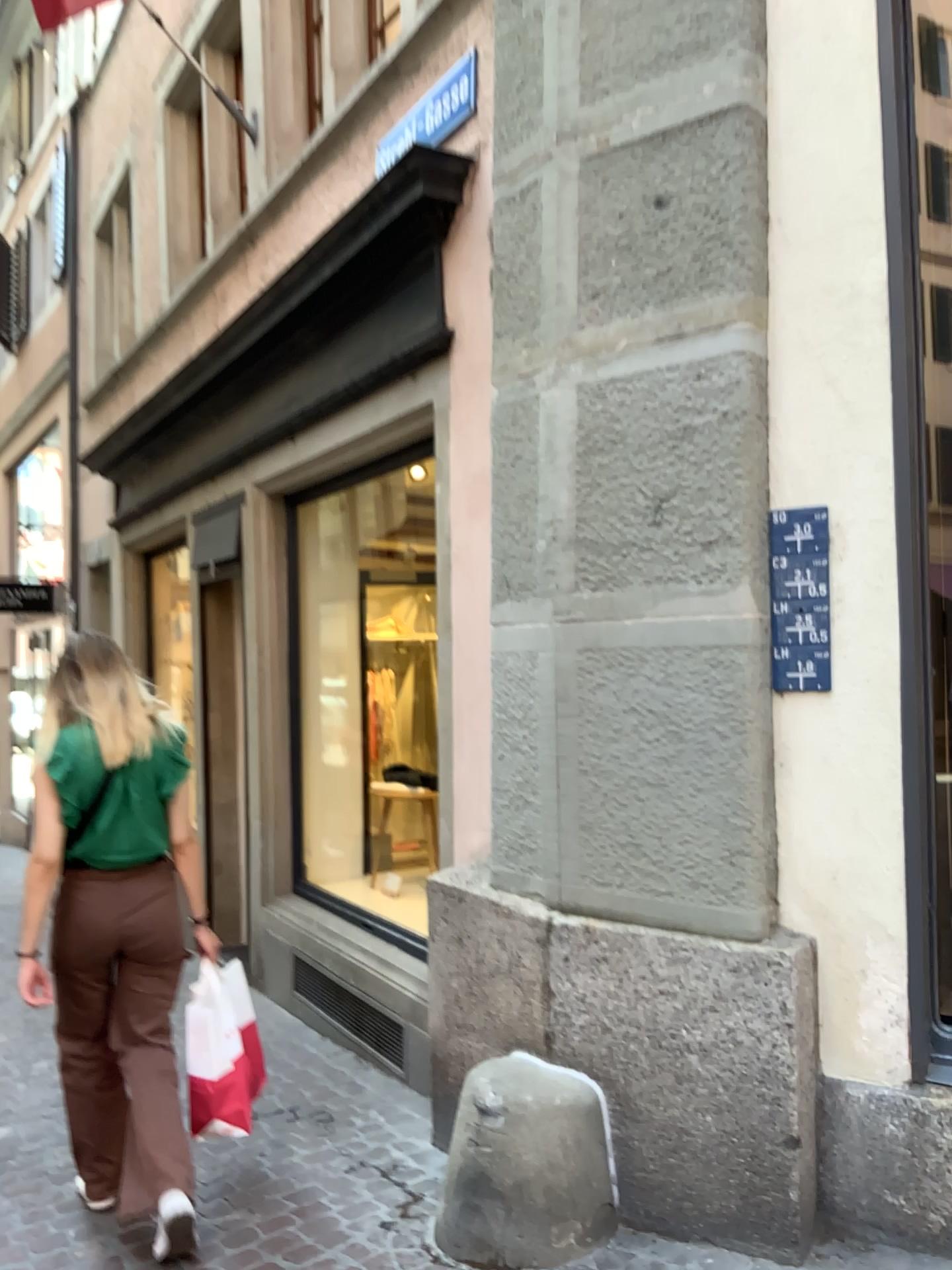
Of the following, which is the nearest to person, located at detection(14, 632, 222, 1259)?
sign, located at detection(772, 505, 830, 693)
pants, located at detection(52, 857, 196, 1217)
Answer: pants, located at detection(52, 857, 196, 1217)

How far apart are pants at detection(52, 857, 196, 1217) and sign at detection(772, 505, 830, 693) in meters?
1.7

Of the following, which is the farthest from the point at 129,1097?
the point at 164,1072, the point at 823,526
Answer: the point at 823,526

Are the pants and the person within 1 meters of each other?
yes

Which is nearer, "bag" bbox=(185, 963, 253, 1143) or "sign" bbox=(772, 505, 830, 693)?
"sign" bbox=(772, 505, 830, 693)

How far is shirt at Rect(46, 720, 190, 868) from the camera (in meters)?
2.82

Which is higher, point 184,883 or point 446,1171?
point 184,883

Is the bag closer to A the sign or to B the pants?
B the pants

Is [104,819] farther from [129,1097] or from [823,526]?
[823,526]

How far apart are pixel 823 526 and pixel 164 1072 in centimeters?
218cm
